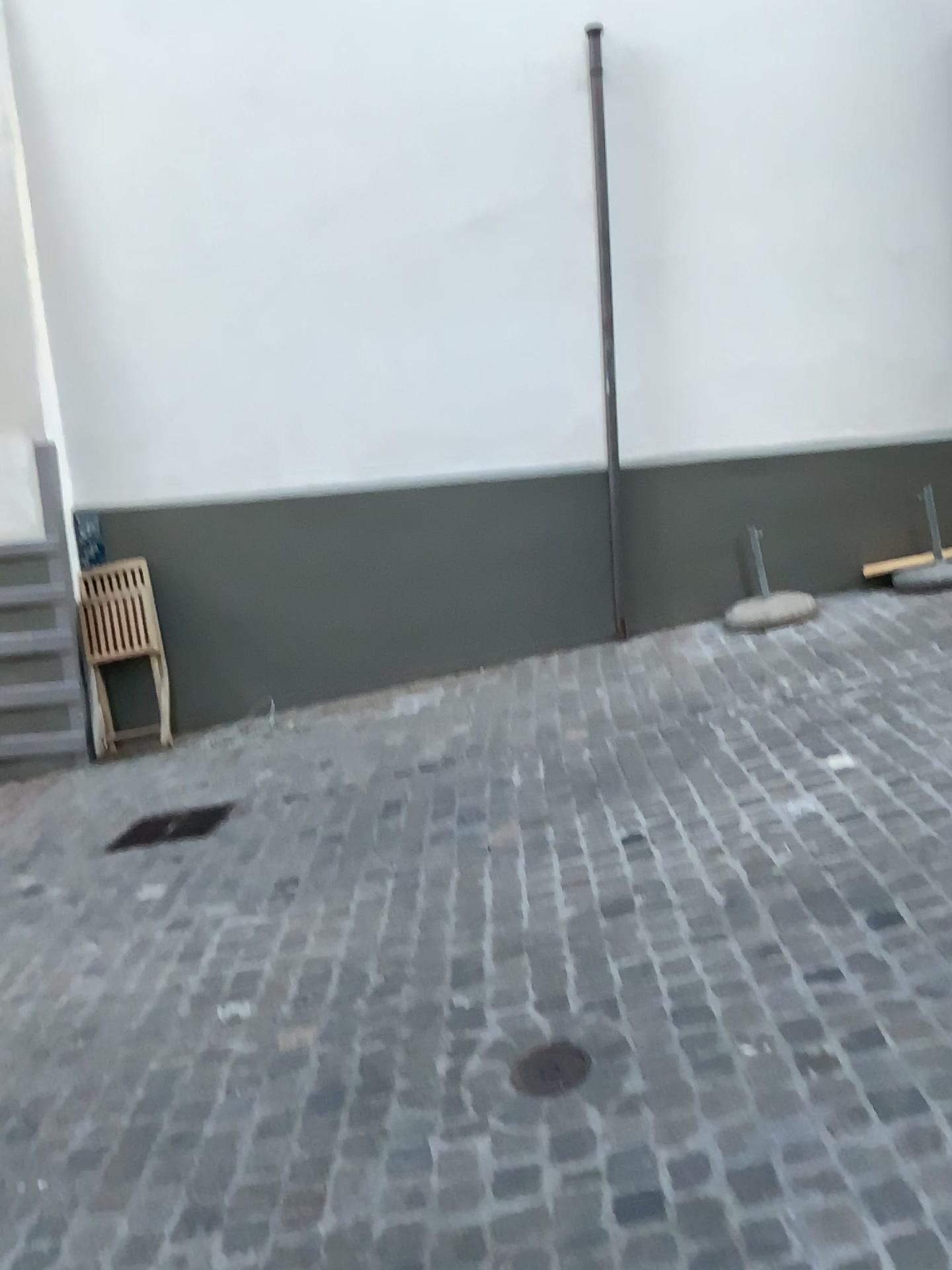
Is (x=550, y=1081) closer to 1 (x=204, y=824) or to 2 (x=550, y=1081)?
2 (x=550, y=1081)

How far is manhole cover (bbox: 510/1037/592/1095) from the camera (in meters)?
2.29

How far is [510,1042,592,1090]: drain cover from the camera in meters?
2.3 m

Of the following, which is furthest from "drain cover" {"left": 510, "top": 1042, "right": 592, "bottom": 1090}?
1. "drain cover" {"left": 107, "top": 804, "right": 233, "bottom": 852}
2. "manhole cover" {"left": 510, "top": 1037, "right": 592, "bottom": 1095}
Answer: "drain cover" {"left": 107, "top": 804, "right": 233, "bottom": 852}

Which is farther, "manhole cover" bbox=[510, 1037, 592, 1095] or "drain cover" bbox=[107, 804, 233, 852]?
"drain cover" bbox=[107, 804, 233, 852]

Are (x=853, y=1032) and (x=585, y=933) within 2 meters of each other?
yes

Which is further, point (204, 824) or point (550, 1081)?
point (204, 824)

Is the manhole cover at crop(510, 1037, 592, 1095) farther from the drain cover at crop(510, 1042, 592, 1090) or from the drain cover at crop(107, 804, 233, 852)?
the drain cover at crop(107, 804, 233, 852)

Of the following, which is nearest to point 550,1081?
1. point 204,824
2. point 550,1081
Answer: point 550,1081
